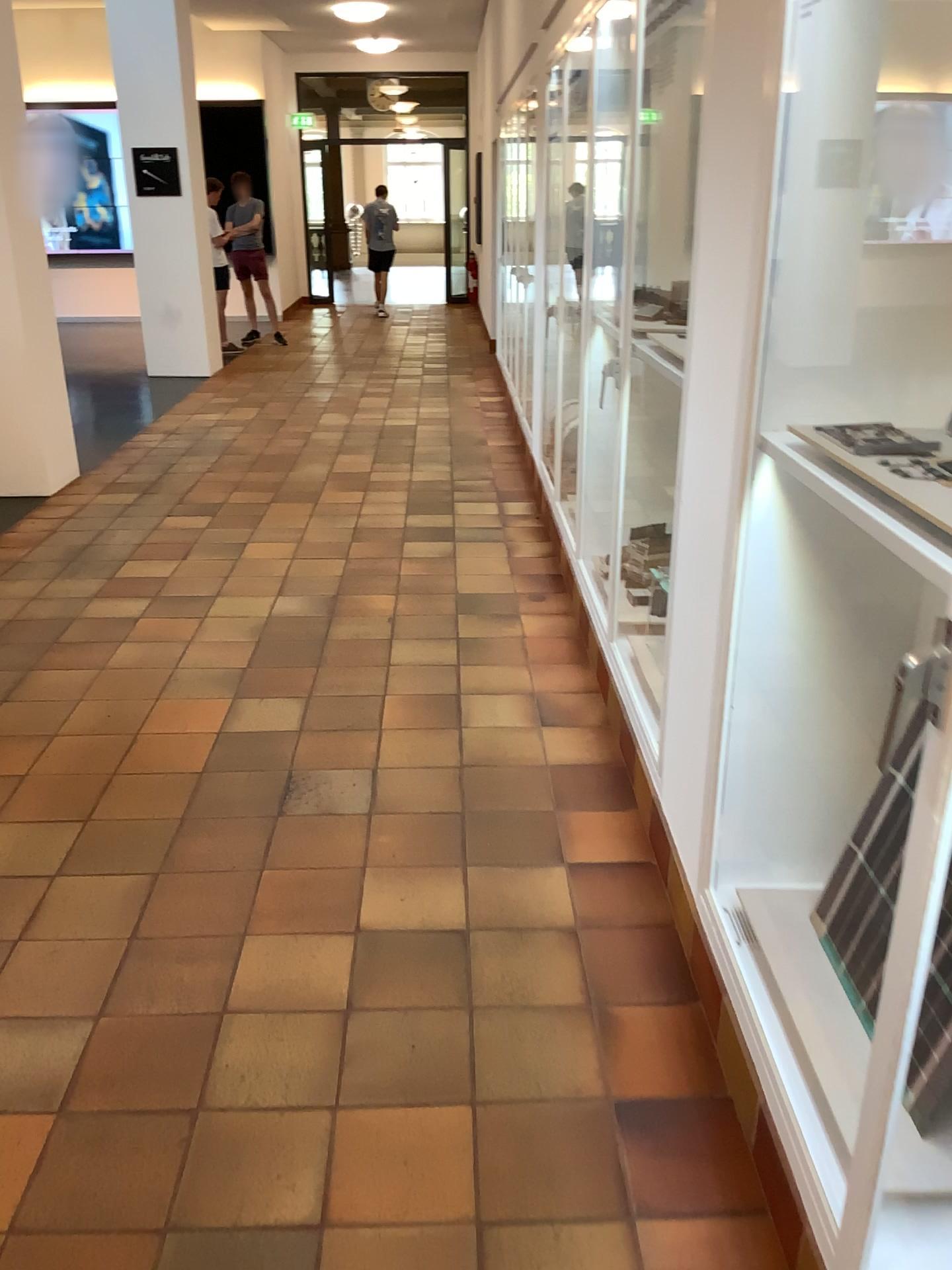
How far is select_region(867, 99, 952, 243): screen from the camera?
1.7 meters

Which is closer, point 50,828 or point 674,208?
point 50,828

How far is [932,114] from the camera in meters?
1.7
